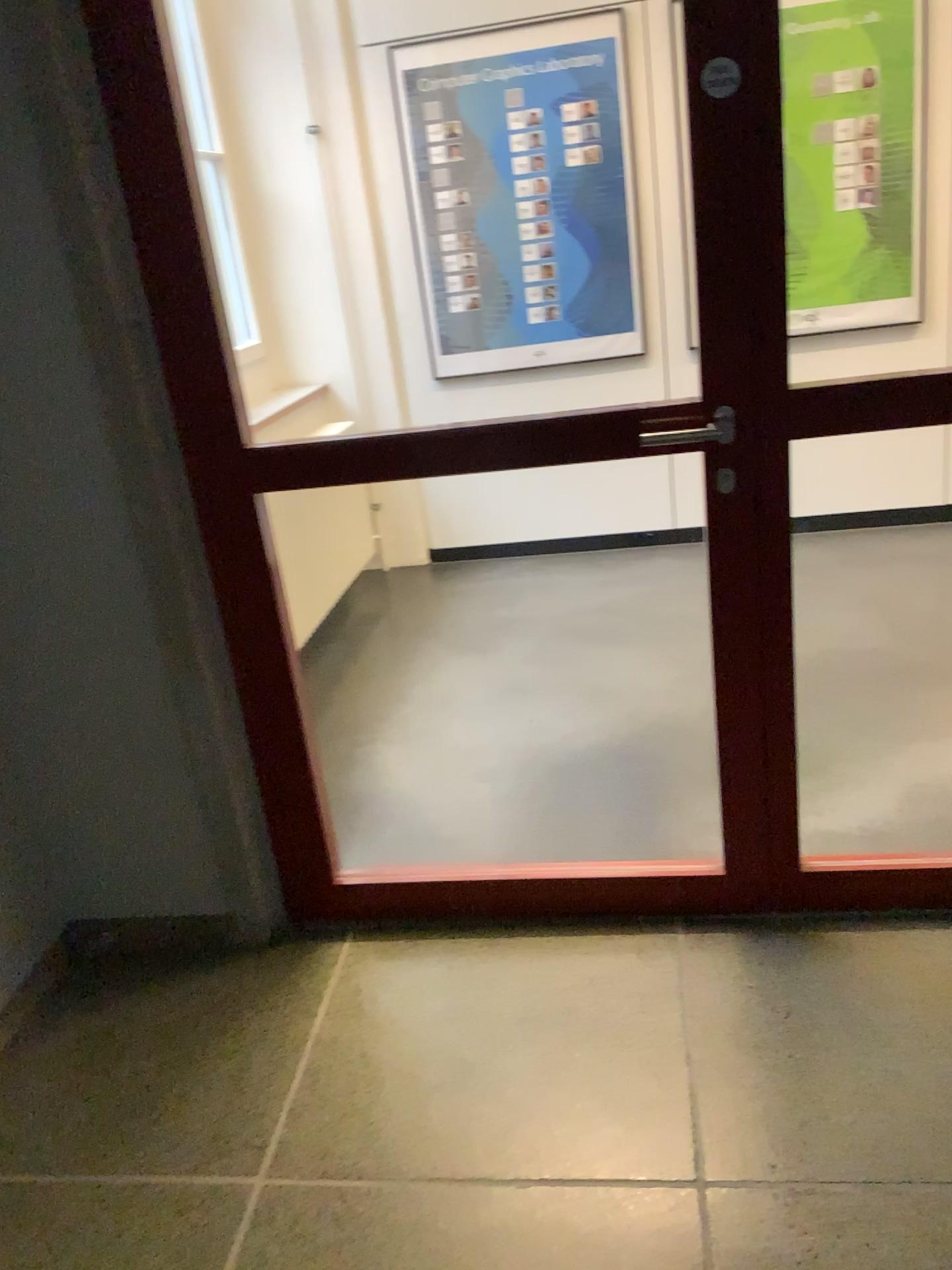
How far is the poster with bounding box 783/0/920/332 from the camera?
3.95m

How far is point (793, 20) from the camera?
3.9m

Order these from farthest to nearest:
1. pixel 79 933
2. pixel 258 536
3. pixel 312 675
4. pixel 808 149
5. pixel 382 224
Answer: pixel 382 224
pixel 808 149
pixel 312 675
pixel 79 933
pixel 258 536
